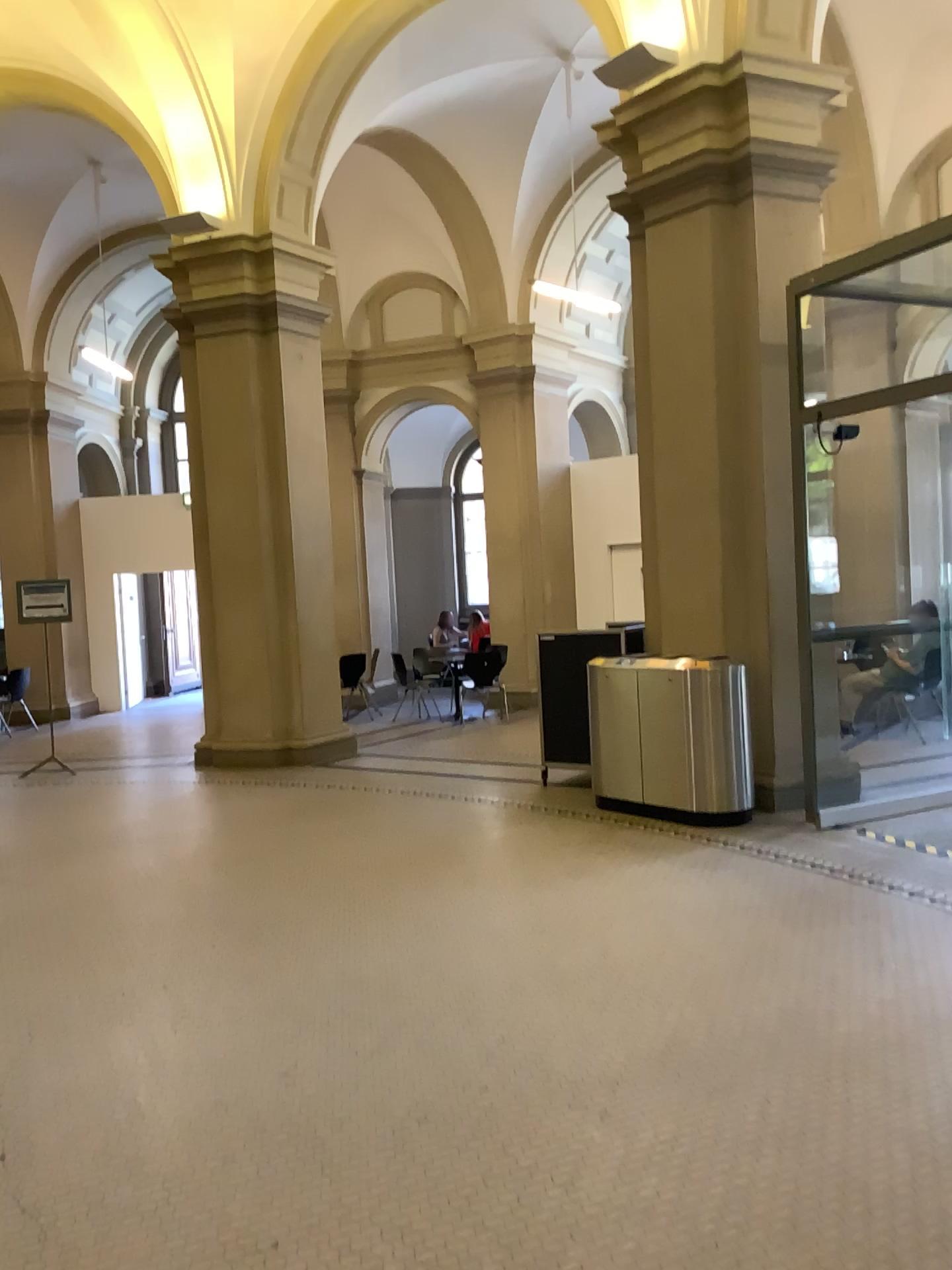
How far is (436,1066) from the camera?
3.4m
